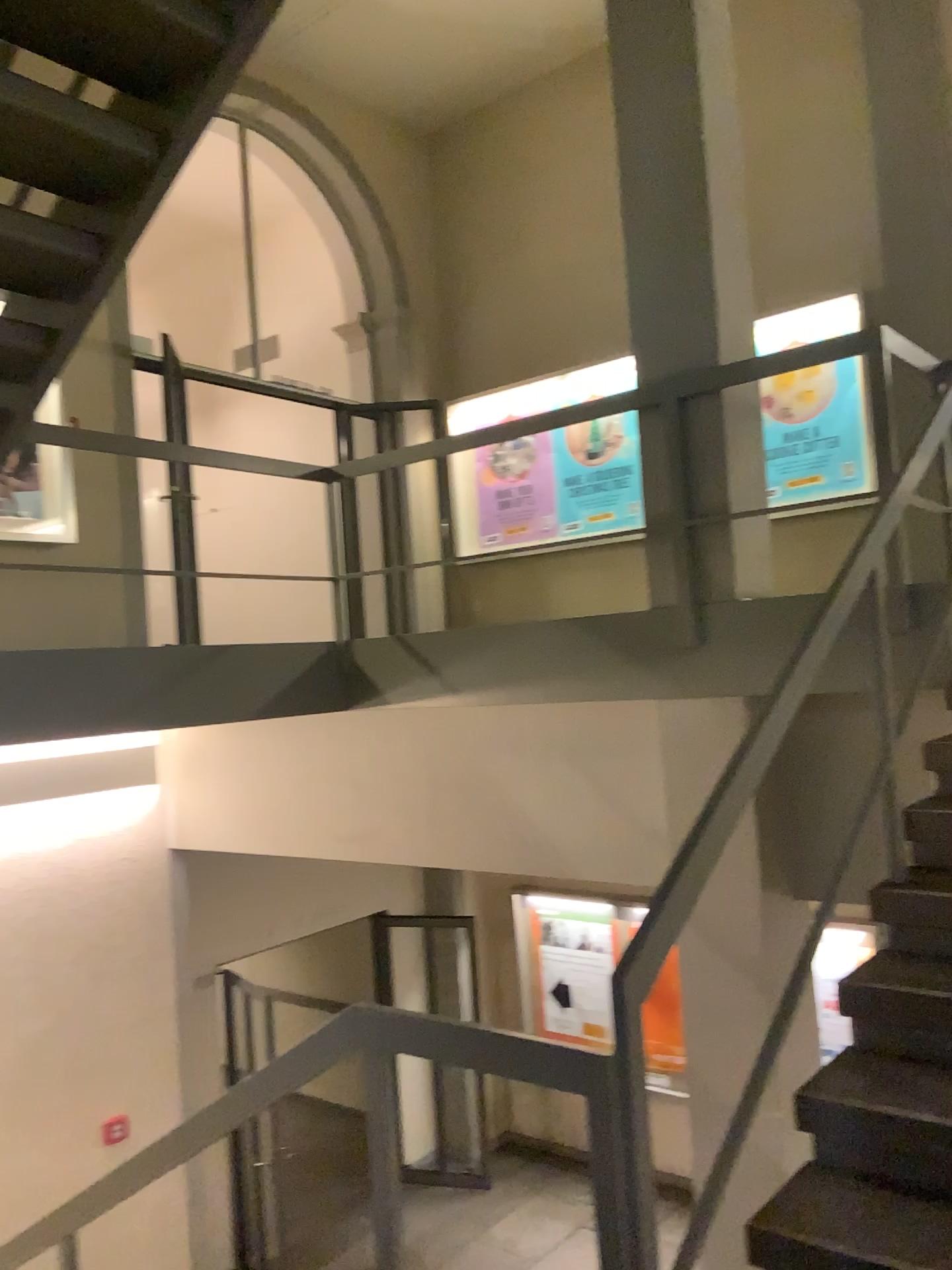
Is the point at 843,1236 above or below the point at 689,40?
below

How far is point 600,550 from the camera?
4.28m

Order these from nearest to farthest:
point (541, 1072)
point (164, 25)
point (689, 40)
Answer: point (541, 1072)
point (164, 25)
point (689, 40)

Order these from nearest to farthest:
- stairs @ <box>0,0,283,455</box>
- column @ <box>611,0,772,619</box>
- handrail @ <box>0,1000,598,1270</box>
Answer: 1. handrail @ <box>0,1000,598,1270</box>
2. stairs @ <box>0,0,283,455</box>
3. column @ <box>611,0,772,619</box>

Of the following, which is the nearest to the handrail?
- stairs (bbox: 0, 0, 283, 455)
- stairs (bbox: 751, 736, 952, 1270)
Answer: stairs (bbox: 751, 736, 952, 1270)

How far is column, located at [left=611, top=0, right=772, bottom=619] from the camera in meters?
4.1 m

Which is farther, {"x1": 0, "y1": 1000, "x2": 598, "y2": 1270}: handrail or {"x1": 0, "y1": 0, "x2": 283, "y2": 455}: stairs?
{"x1": 0, "y1": 0, "x2": 283, "y2": 455}: stairs

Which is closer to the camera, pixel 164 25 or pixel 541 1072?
pixel 541 1072

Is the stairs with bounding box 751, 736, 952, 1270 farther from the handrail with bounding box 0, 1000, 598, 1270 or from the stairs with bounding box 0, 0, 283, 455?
the stairs with bounding box 0, 0, 283, 455

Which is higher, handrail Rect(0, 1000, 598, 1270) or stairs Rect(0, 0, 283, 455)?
stairs Rect(0, 0, 283, 455)
